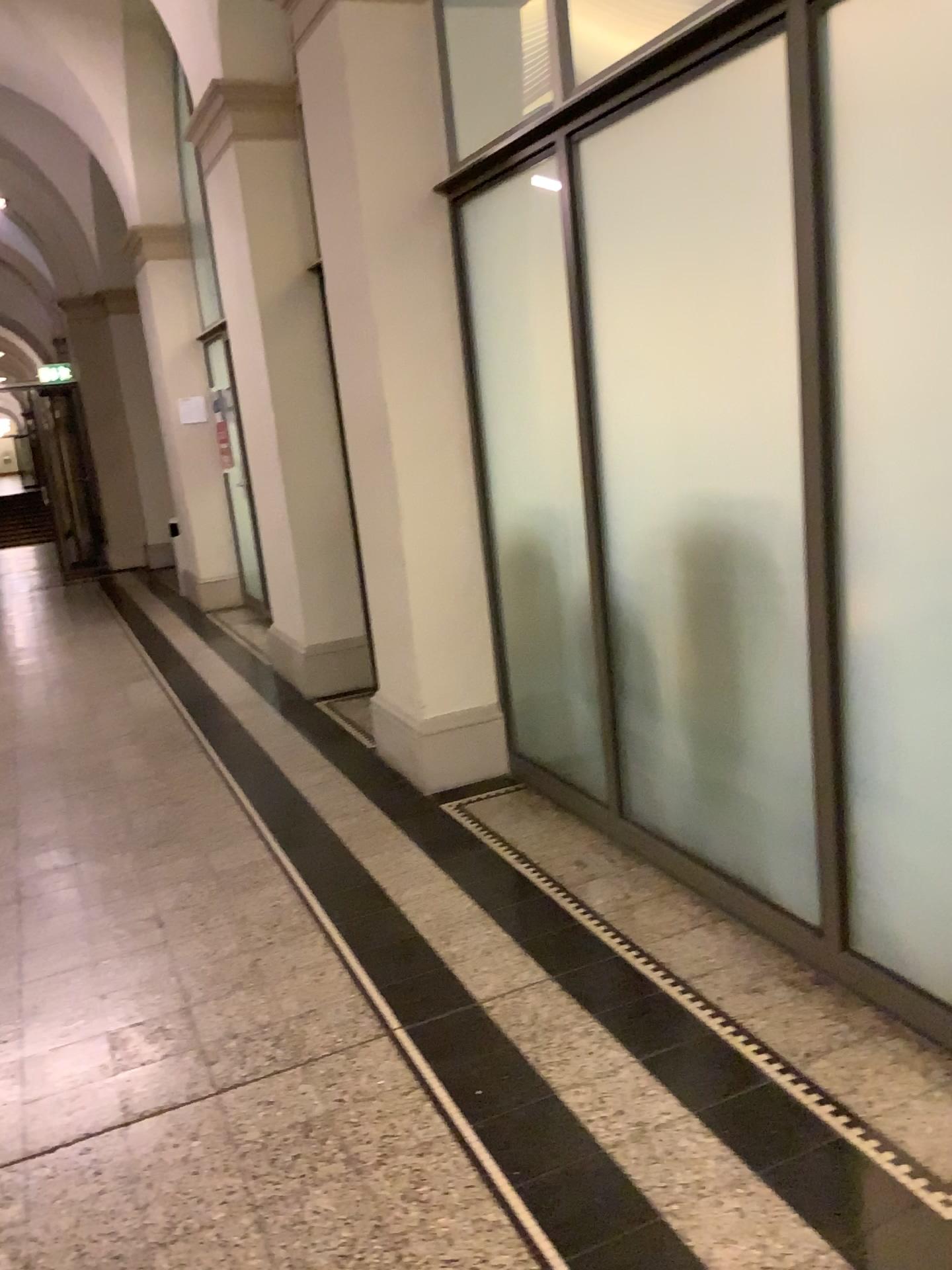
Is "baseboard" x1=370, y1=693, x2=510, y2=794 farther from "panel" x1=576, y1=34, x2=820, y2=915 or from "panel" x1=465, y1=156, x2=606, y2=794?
"panel" x1=576, y1=34, x2=820, y2=915

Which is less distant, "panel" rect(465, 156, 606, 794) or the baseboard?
"panel" rect(465, 156, 606, 794)

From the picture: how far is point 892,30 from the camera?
1.9m

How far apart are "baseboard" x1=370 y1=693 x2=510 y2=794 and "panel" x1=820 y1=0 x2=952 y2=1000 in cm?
186

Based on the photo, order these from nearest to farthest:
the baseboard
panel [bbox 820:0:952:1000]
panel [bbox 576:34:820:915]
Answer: panel [bbox 820:0:952:1000]
panel [bbox 576:34:820:915]
the baseboard

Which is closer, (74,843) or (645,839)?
(645,839)

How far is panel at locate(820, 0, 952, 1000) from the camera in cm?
194

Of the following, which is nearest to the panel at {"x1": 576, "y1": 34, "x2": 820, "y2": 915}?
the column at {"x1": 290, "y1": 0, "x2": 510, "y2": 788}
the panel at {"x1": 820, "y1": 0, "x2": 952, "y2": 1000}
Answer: the panel at {"x1": 820, "y1": 0, "x2": 952, "y2": 1000}

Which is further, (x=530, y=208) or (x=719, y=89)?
(x=530, y=208)

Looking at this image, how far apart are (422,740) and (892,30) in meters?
2.8 m
